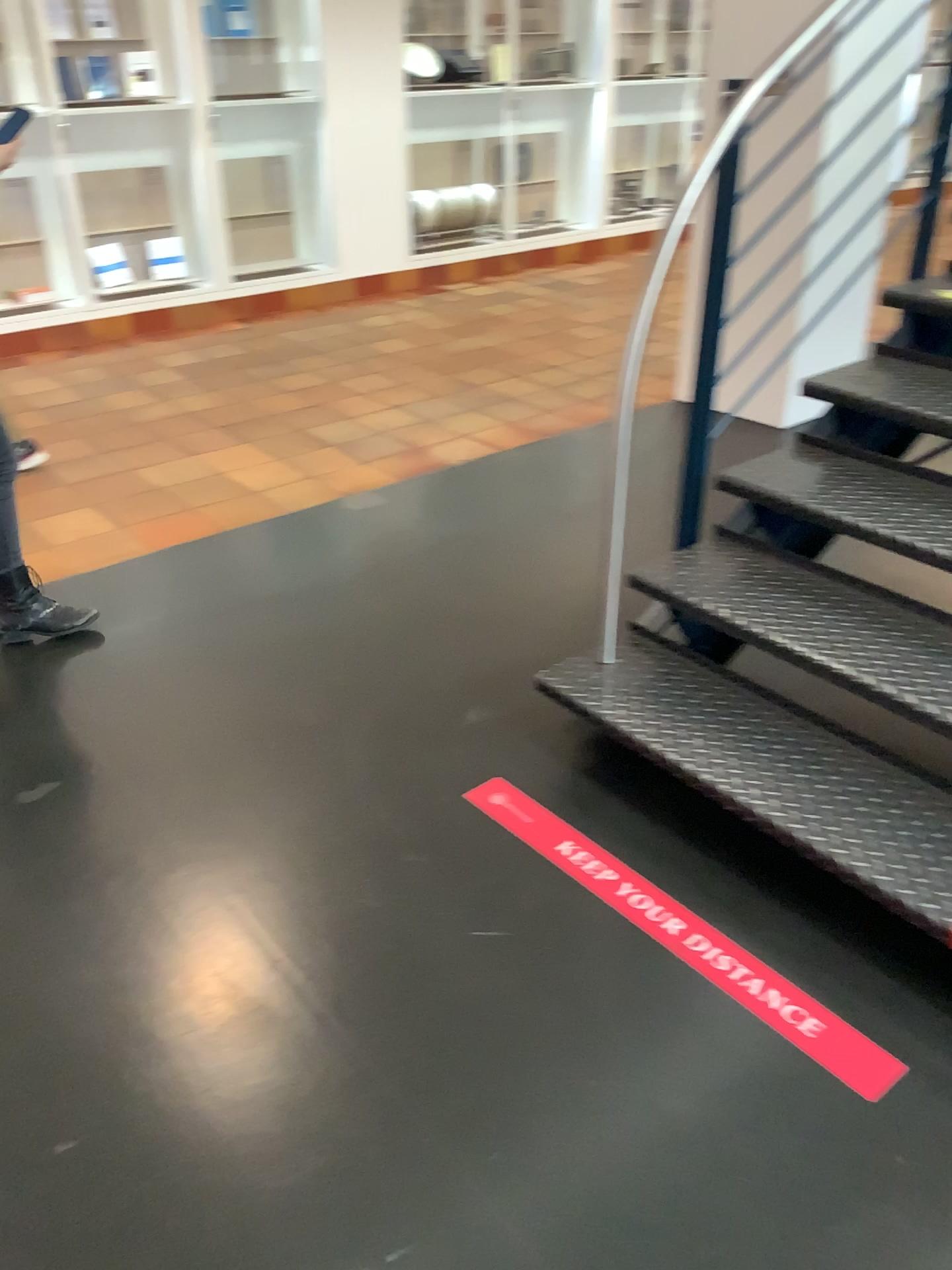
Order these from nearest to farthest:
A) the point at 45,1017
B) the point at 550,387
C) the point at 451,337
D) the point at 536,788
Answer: the point at 45,1017
the point at 536,788
the point at 550,387
the point at 451,337

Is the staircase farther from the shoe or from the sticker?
the shoe

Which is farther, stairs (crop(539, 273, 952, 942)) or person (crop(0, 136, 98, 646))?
person (crop(0, 136, 98, 646))

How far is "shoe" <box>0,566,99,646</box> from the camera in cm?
287

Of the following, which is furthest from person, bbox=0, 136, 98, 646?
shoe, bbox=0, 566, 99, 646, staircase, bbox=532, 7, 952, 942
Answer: staircase, bbox=532, 7, 952, 942

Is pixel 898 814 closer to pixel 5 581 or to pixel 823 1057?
pixel 823 1057

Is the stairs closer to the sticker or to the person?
the sticker

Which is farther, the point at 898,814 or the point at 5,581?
the point at 5,581

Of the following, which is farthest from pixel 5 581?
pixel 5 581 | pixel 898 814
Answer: pixel 898 814

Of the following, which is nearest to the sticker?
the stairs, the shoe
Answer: the stairs
